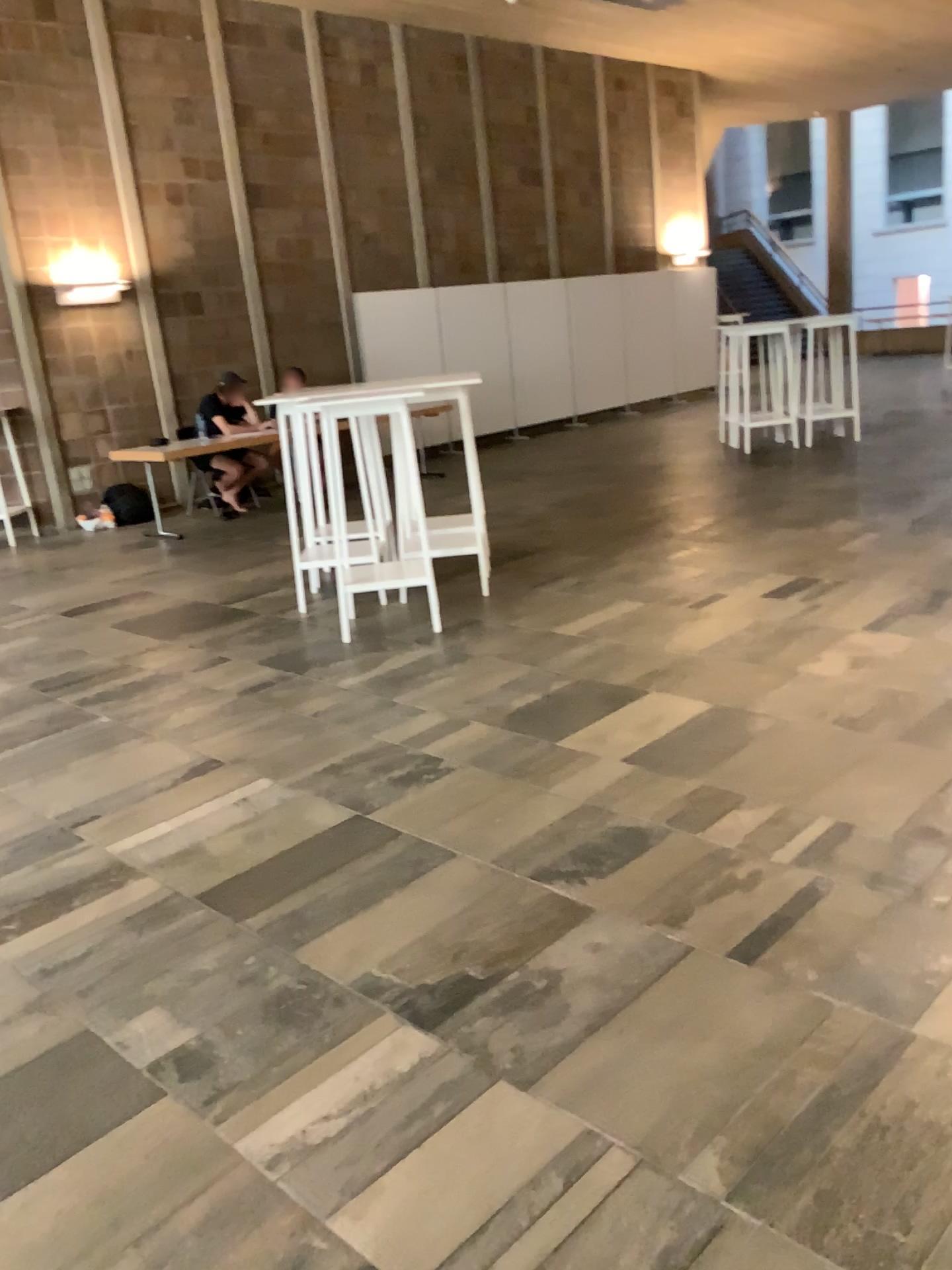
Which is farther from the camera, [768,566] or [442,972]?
[768,566]
